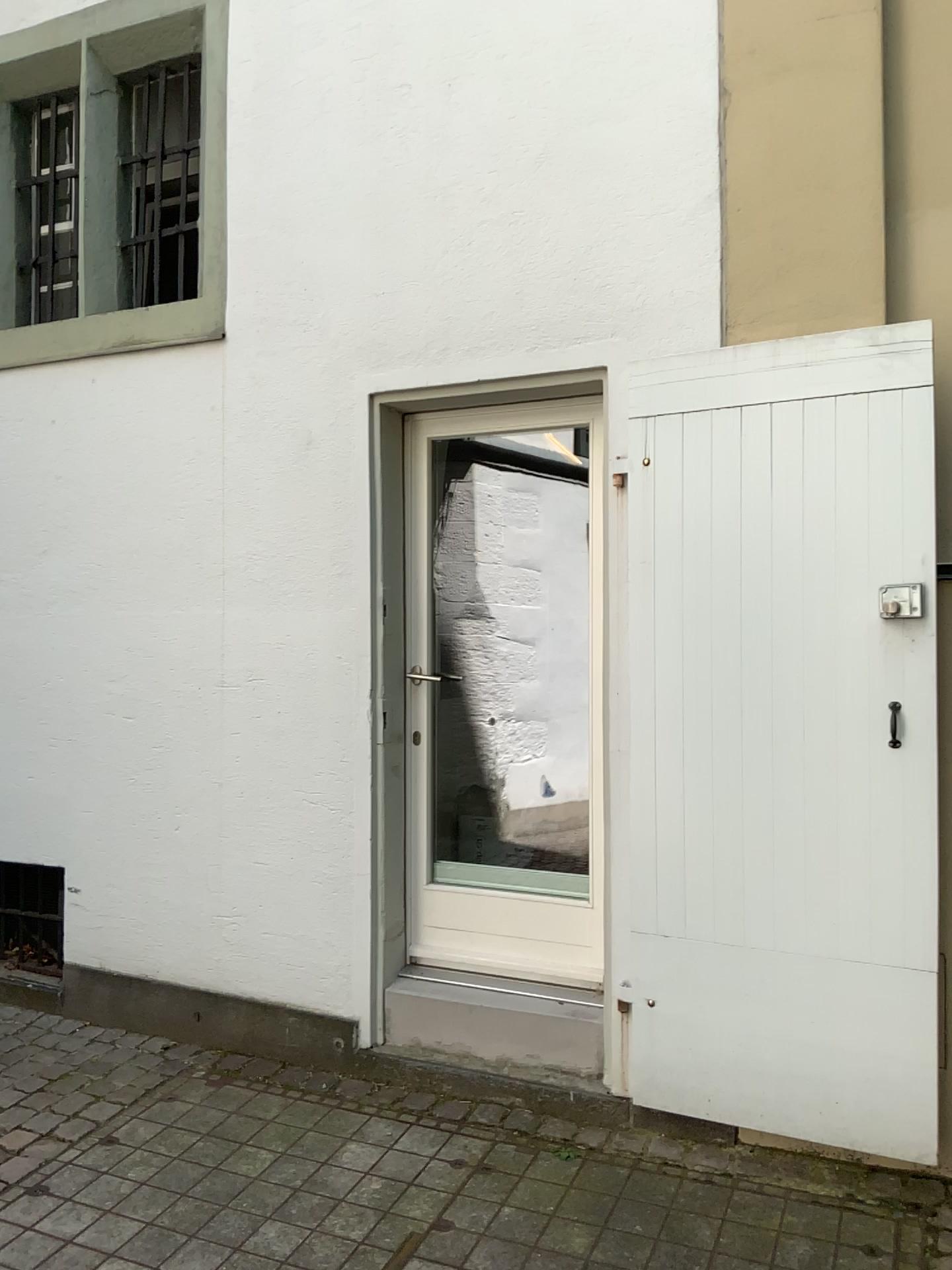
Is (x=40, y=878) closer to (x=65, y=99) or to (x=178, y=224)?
(x=178, y=224)

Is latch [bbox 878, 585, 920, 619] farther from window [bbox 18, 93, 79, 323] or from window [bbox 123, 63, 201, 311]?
window [bbox 18, 93, 79, 323]

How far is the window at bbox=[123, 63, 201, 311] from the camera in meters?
4.0 m

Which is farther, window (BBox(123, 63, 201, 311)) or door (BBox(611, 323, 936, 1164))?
window (BBox(123, 63, 201, 311))

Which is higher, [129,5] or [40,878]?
[129,5]

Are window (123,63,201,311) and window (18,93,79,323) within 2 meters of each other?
yes

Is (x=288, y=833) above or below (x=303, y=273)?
below

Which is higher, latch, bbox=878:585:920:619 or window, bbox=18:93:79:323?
window, bbox=18:93:79:323

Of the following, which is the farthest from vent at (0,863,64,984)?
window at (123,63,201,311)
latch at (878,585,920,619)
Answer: latch at (878,585,920,619)

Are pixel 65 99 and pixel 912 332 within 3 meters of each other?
no
